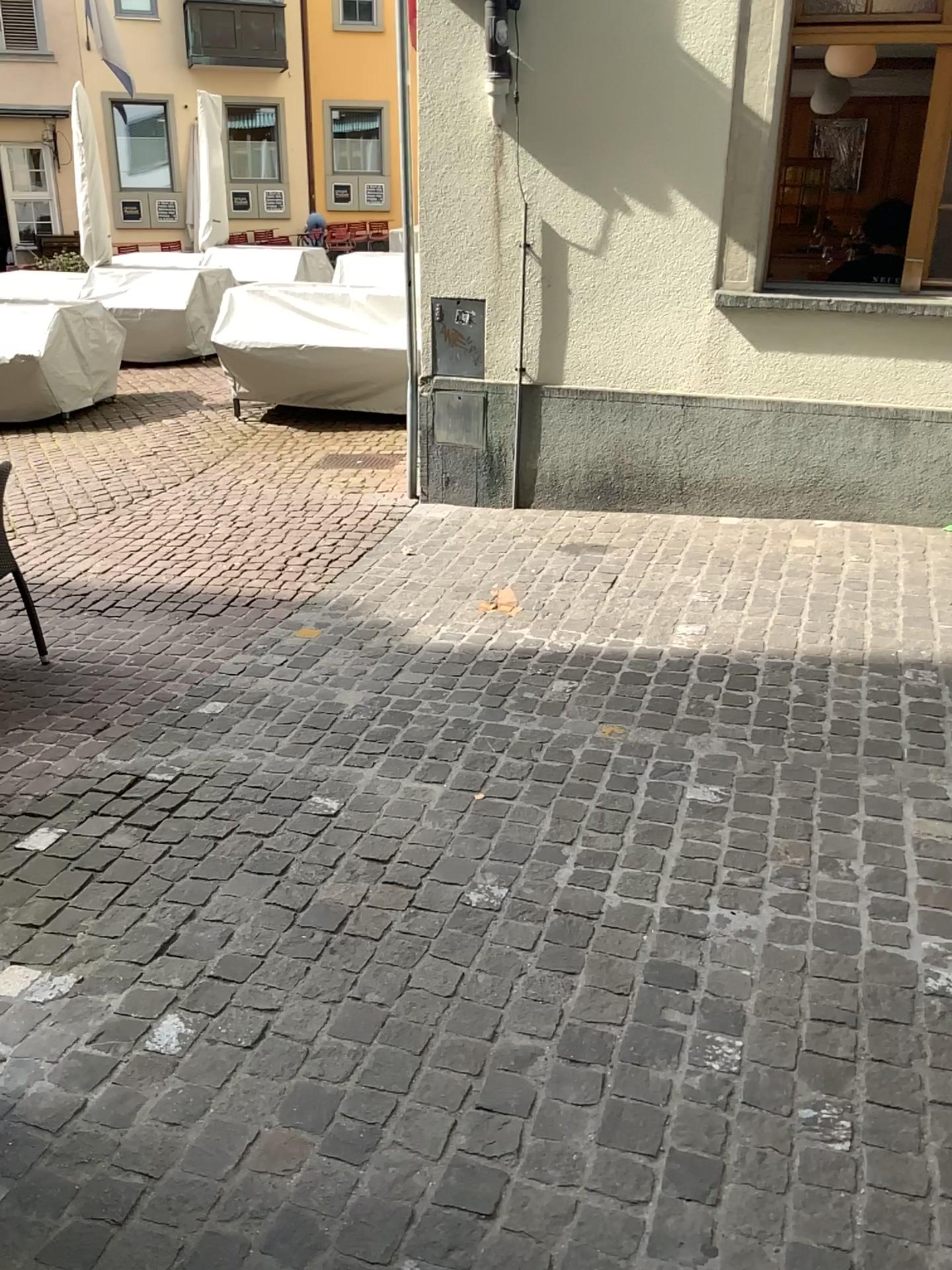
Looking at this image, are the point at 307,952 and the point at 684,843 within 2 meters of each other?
yes
